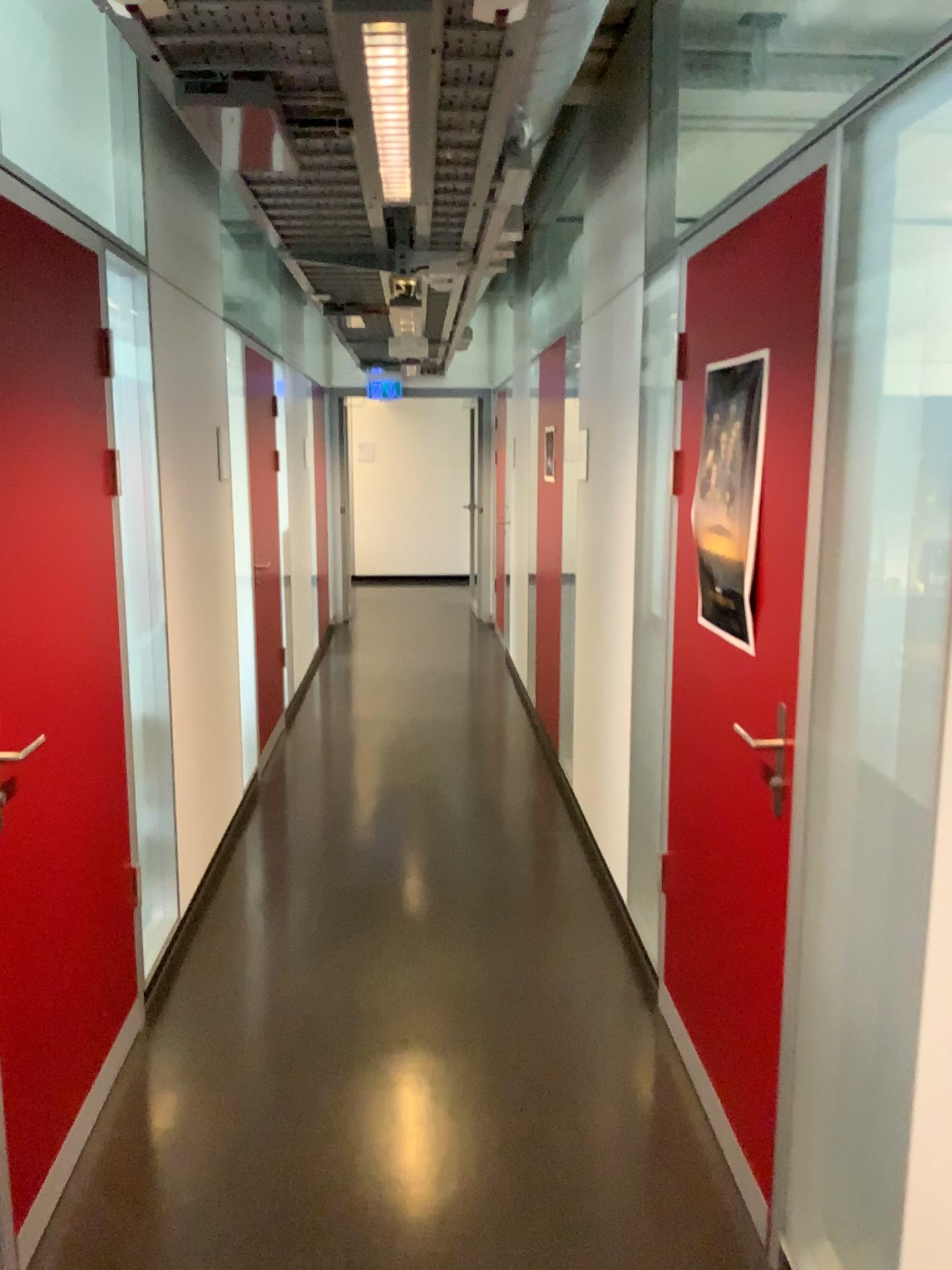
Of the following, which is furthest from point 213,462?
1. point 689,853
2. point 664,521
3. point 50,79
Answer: point 689,853

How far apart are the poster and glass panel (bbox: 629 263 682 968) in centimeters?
55cm

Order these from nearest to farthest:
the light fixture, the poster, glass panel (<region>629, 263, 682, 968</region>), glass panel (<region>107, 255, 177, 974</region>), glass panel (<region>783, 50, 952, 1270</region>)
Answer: glass panel (<region>783, 50, 952, 1270</region>) < the light fixture < the poster < glass panel (<region>107, 255, 177, 974</region>) < glass panel (<region>629, 263, 682, 968</region>)

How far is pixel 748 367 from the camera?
2.2 meters

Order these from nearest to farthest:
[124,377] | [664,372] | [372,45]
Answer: [372,45] < [124,377] < [664,372]

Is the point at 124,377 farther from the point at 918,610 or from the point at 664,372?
the point at 918,610

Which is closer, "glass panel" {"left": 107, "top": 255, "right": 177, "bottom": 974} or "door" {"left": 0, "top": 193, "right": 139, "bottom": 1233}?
"door" {"left": 0, "top": 193, "right": 139, "bottom": 1233}

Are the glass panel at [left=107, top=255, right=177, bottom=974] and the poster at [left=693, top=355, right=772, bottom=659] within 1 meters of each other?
no

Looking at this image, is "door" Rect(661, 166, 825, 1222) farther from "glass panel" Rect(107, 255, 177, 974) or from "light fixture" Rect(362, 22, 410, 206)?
"glass panel" Rect(107, 255, 177, 974)

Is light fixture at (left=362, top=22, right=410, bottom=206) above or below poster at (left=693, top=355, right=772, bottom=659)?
above
